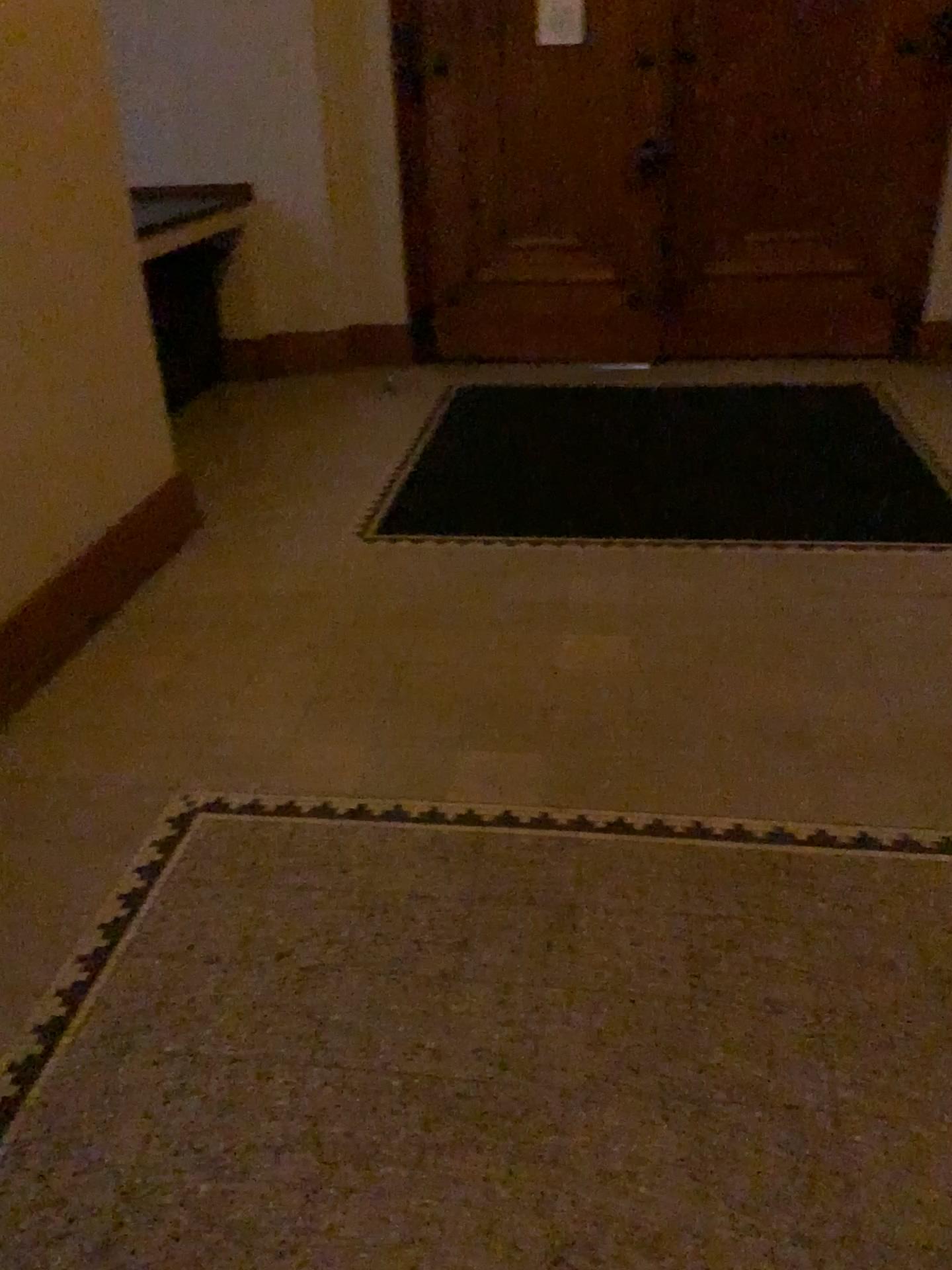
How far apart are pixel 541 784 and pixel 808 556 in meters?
1.5
